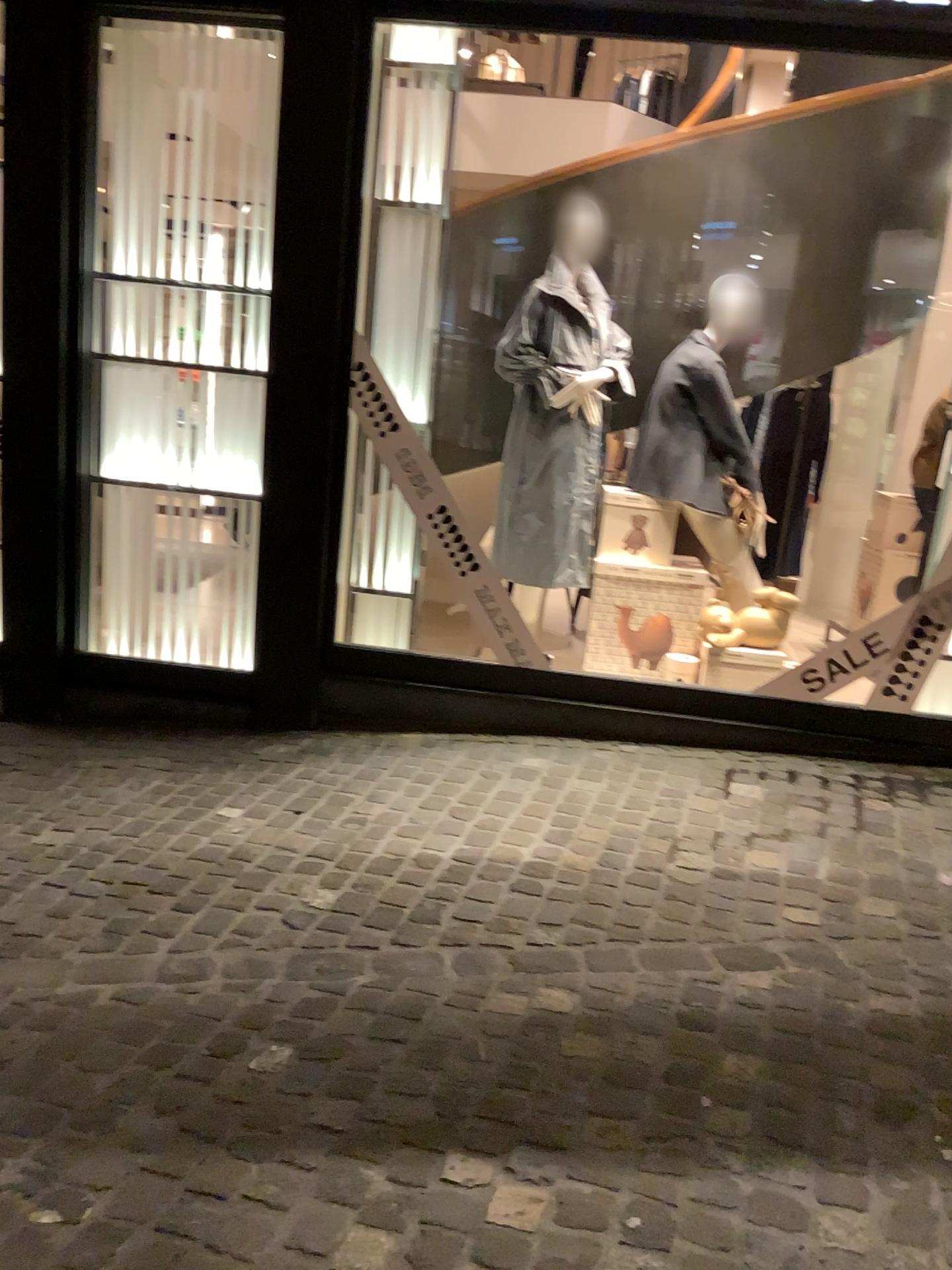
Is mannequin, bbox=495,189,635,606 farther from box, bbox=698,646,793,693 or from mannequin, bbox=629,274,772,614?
box, bbox=698,646,793,693

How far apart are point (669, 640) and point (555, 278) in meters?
1.5

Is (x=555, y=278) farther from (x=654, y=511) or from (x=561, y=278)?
(x=654, y=511)

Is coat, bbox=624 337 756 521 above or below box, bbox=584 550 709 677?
above

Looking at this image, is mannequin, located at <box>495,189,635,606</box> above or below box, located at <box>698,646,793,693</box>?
above

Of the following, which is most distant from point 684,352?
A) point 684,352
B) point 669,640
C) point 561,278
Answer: point 669,640

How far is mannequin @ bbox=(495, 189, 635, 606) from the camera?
4.20m

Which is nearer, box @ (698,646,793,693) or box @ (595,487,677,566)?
box @ (698,646,793,693)

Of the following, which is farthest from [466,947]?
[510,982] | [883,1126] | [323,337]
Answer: [323,337]

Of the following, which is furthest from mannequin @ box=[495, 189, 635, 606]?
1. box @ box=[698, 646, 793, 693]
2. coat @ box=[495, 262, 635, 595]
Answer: box @ box=[698, 646, 793, 693]
